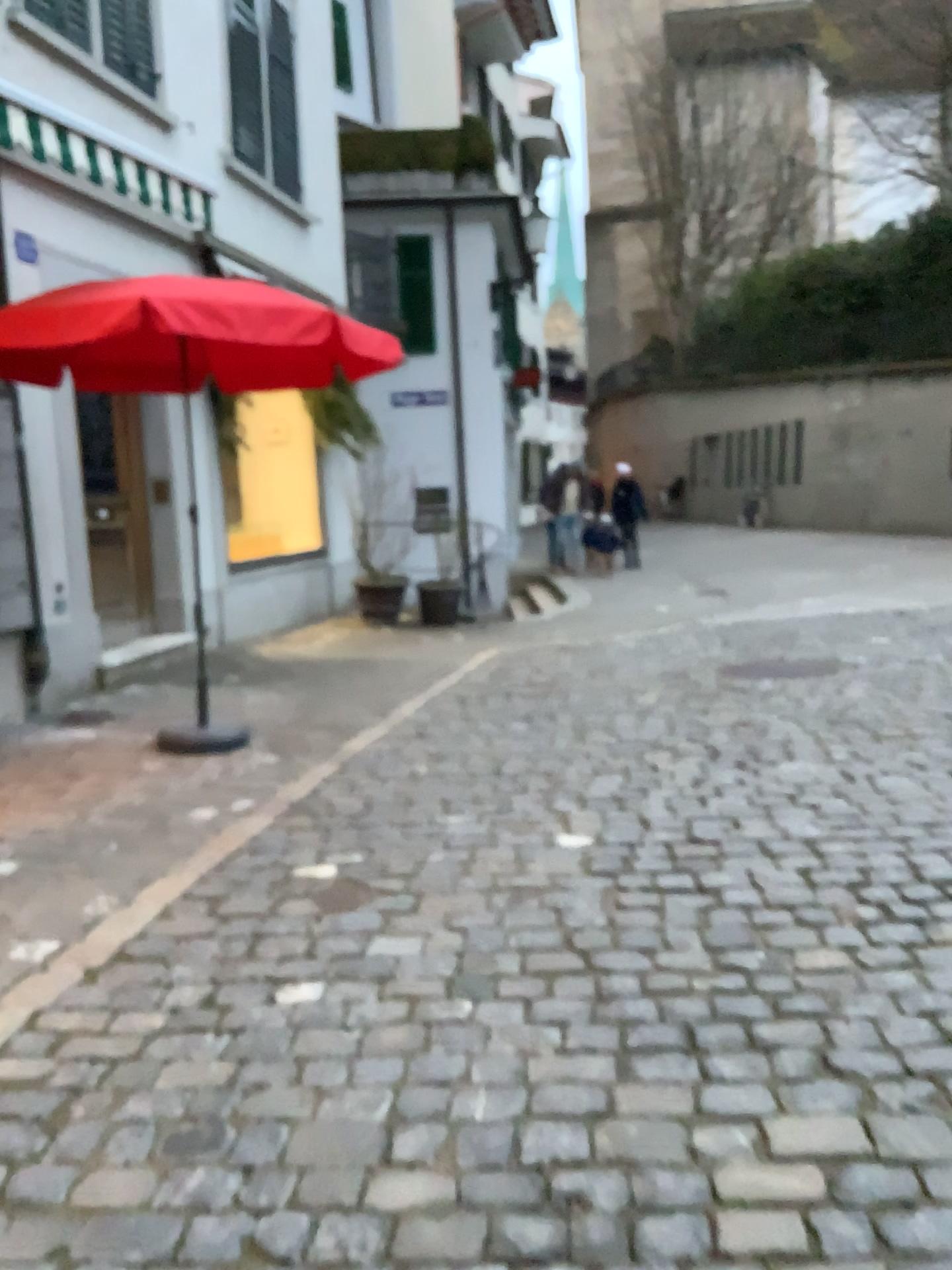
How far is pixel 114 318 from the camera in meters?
4.1

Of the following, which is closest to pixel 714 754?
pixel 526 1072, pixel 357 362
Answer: pixel 357 362

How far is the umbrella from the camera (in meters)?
4.09
